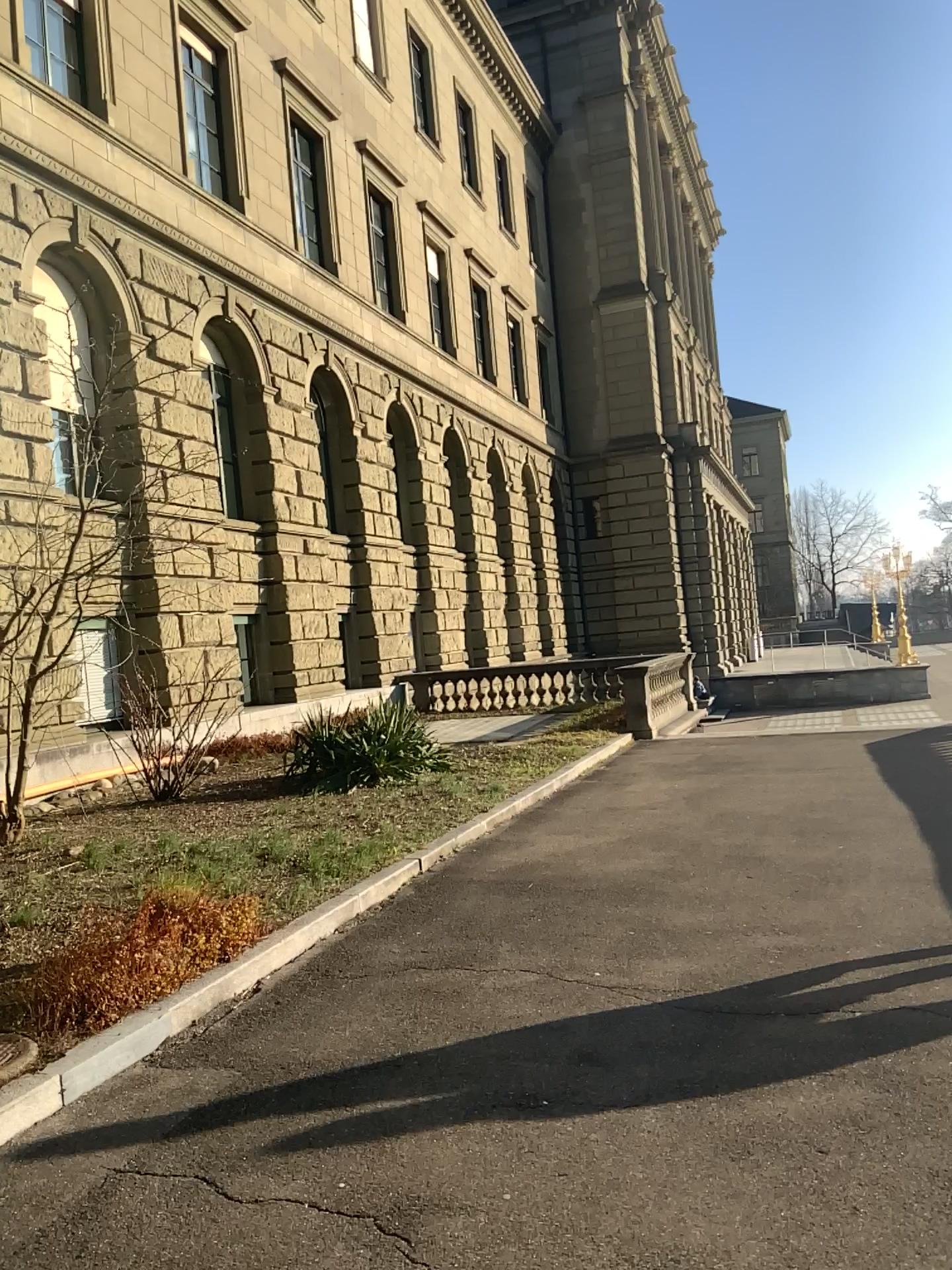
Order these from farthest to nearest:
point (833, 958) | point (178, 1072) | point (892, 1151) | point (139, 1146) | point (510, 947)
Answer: point (510, 947), point (833, 958), point (178, 1072), point (139, 1146), point (892, 1151)
